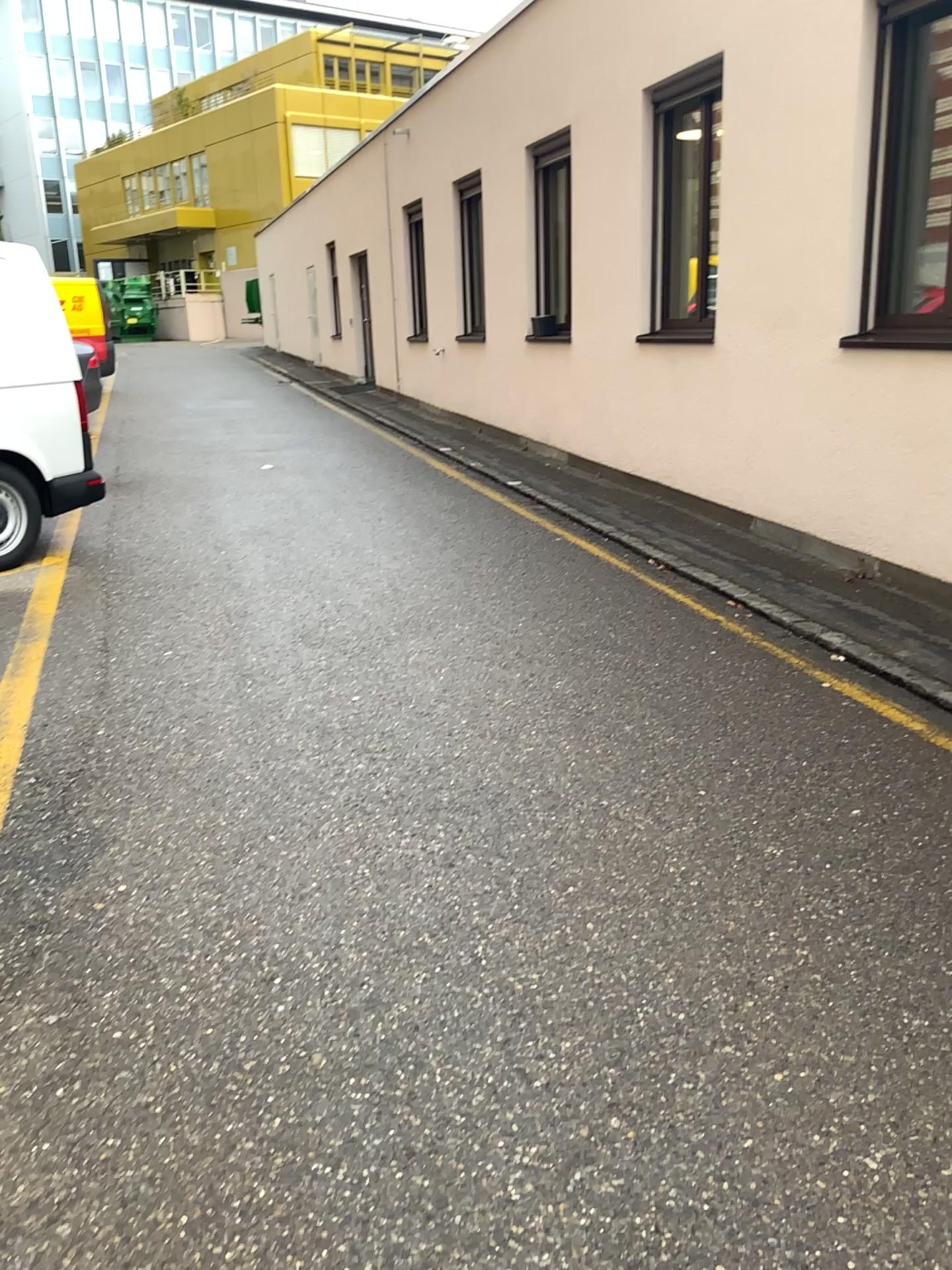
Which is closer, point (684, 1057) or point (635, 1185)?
point (635, 1185)
